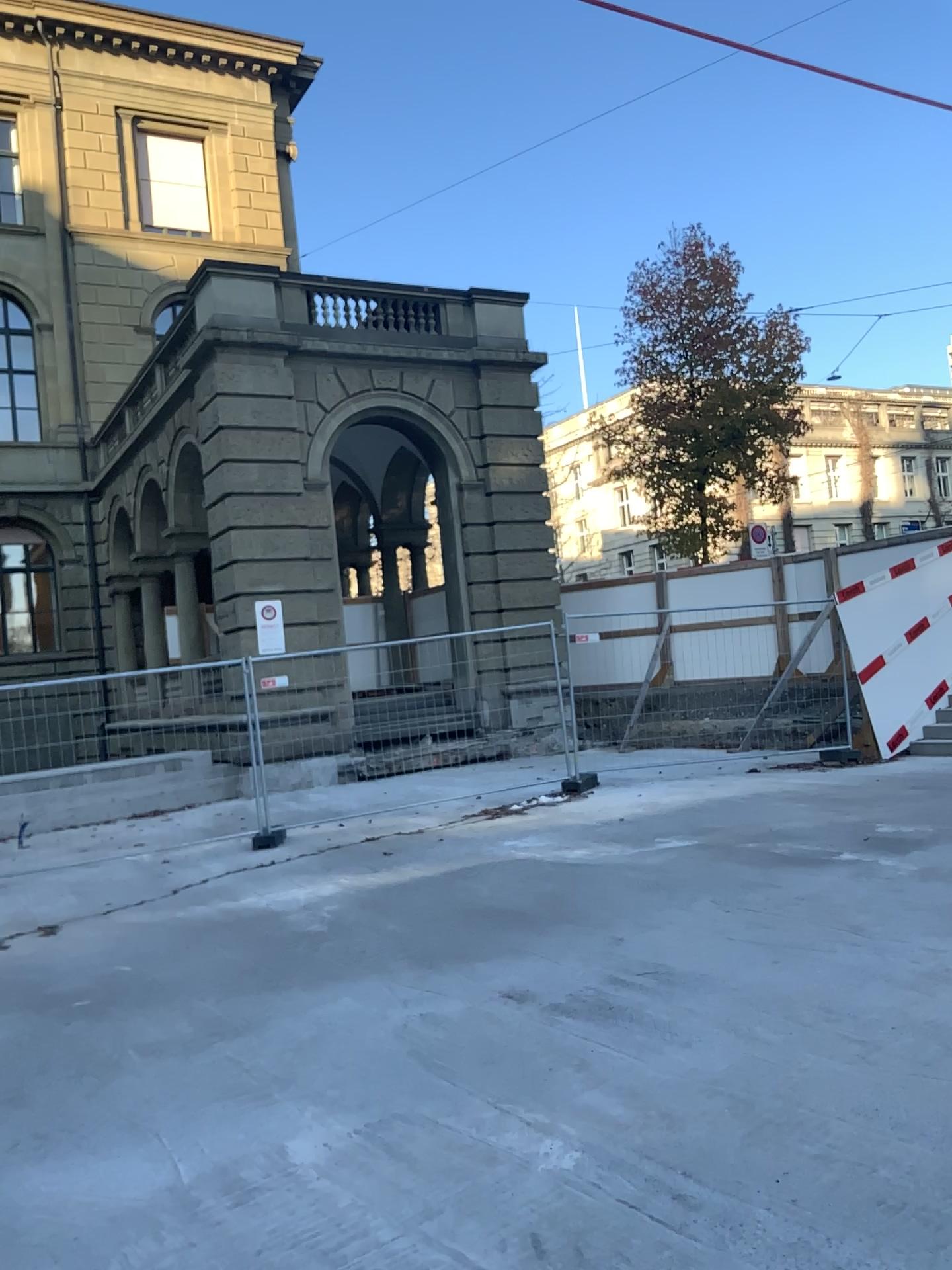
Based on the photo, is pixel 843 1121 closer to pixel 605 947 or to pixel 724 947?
pixel 724 947
